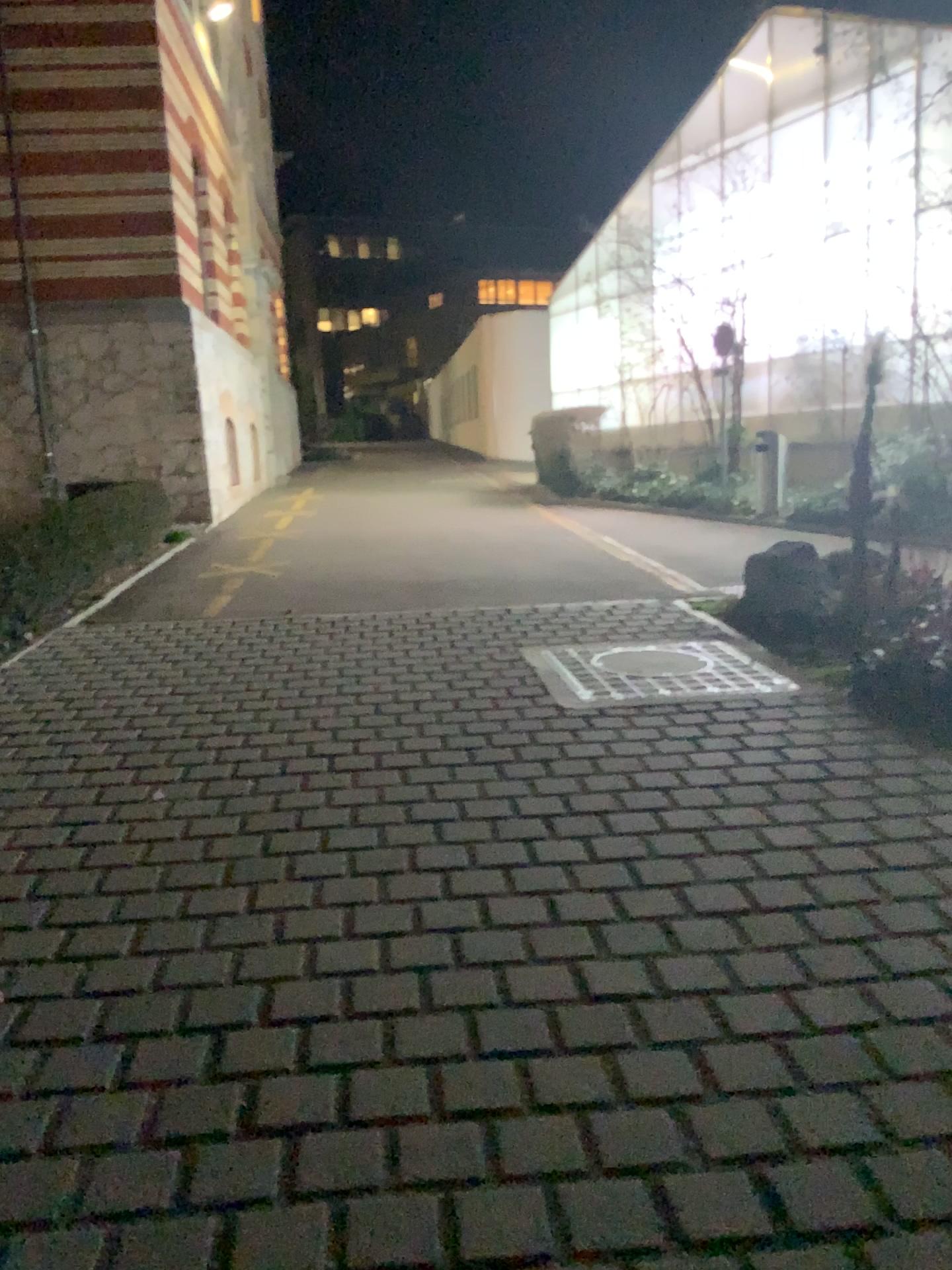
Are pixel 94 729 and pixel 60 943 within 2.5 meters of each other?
yes
